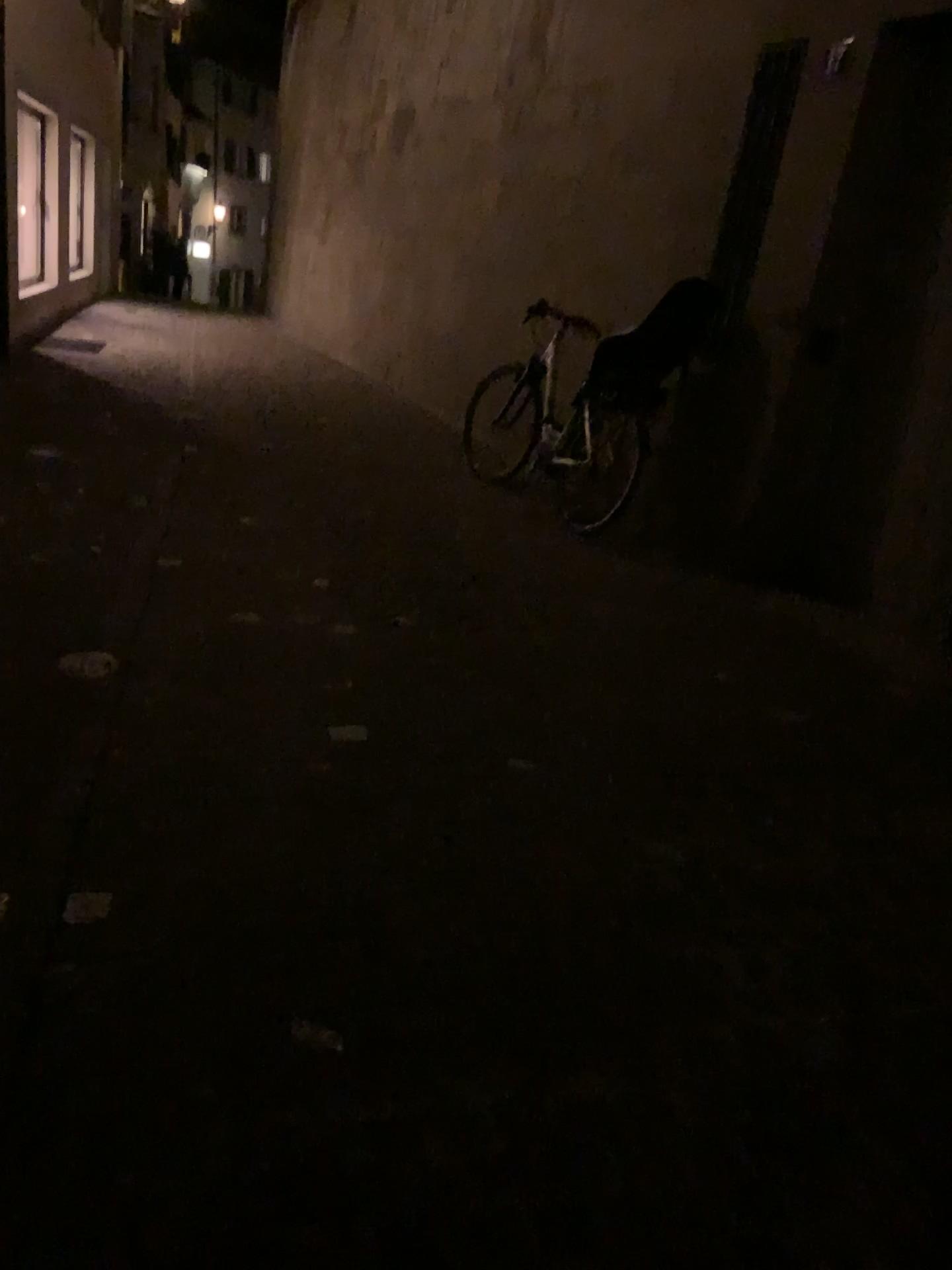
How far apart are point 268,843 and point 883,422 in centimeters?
351cm
